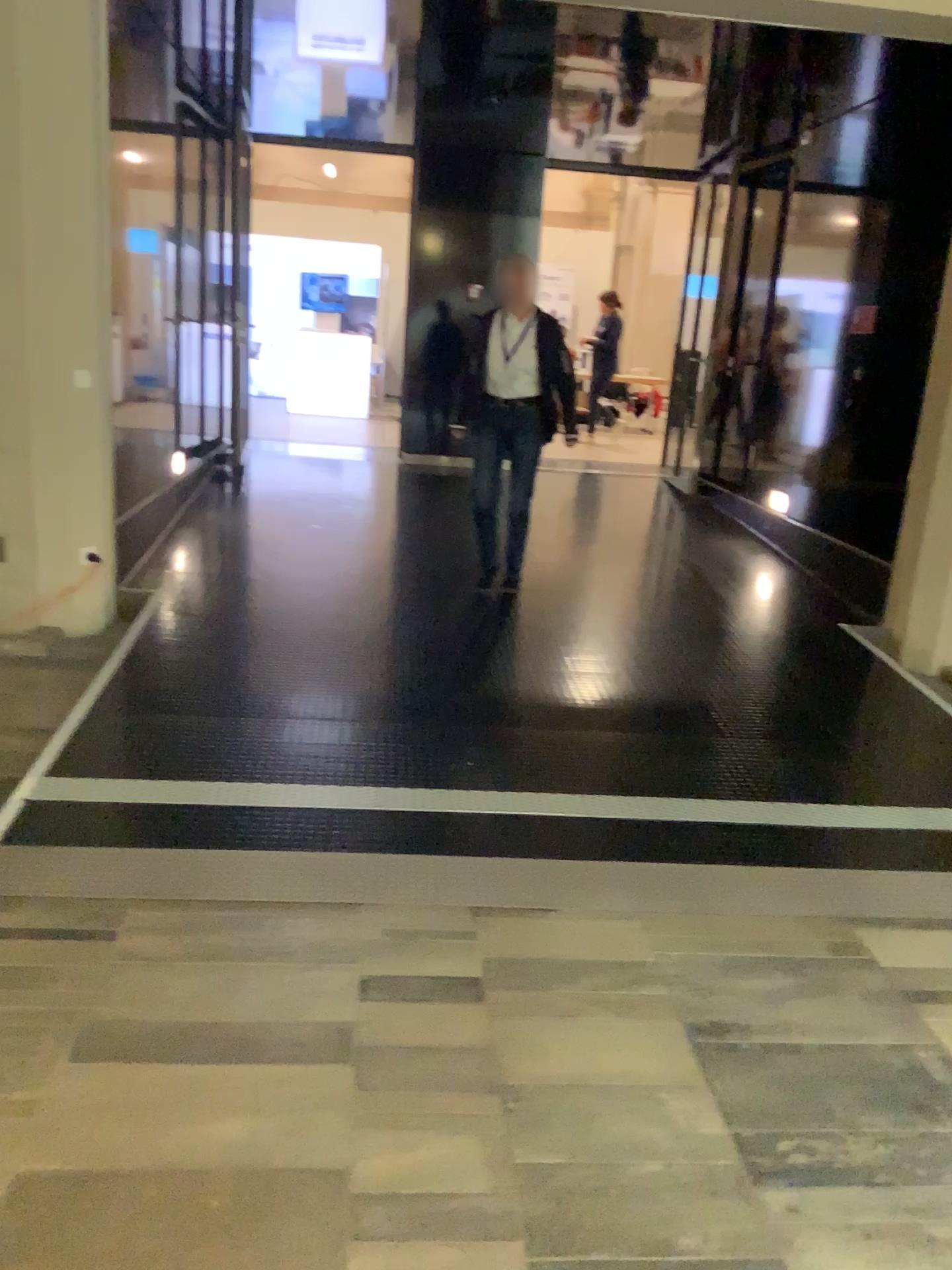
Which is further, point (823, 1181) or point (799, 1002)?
point (799, 1002)
